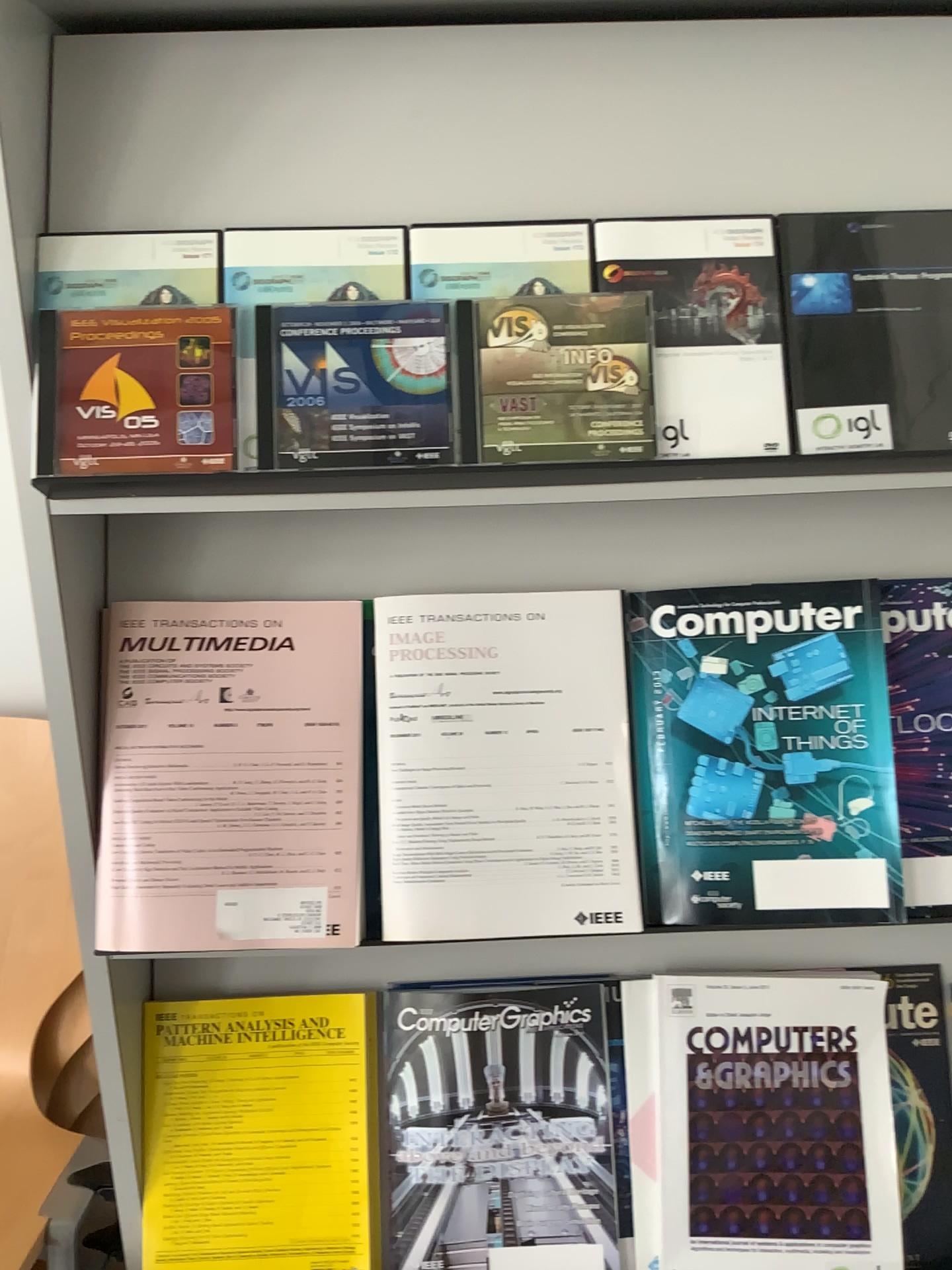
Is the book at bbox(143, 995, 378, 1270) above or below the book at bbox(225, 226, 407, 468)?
below

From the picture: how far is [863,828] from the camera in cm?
85

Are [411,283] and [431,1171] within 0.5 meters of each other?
no

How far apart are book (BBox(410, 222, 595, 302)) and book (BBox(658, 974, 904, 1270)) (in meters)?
0.62

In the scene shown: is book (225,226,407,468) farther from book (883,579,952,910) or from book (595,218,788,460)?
book (883,579,952,910)

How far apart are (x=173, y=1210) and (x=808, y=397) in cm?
87

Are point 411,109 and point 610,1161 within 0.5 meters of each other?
no

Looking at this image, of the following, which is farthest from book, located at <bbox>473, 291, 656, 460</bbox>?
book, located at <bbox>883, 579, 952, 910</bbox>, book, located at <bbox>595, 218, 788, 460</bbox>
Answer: book, located at <bbox>883, 579, 952, 910</bbox>

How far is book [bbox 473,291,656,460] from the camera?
0.76m

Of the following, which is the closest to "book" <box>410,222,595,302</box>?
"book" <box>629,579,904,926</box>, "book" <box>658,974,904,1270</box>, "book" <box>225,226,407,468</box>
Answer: "book" <box>225,226,407,468</box>
